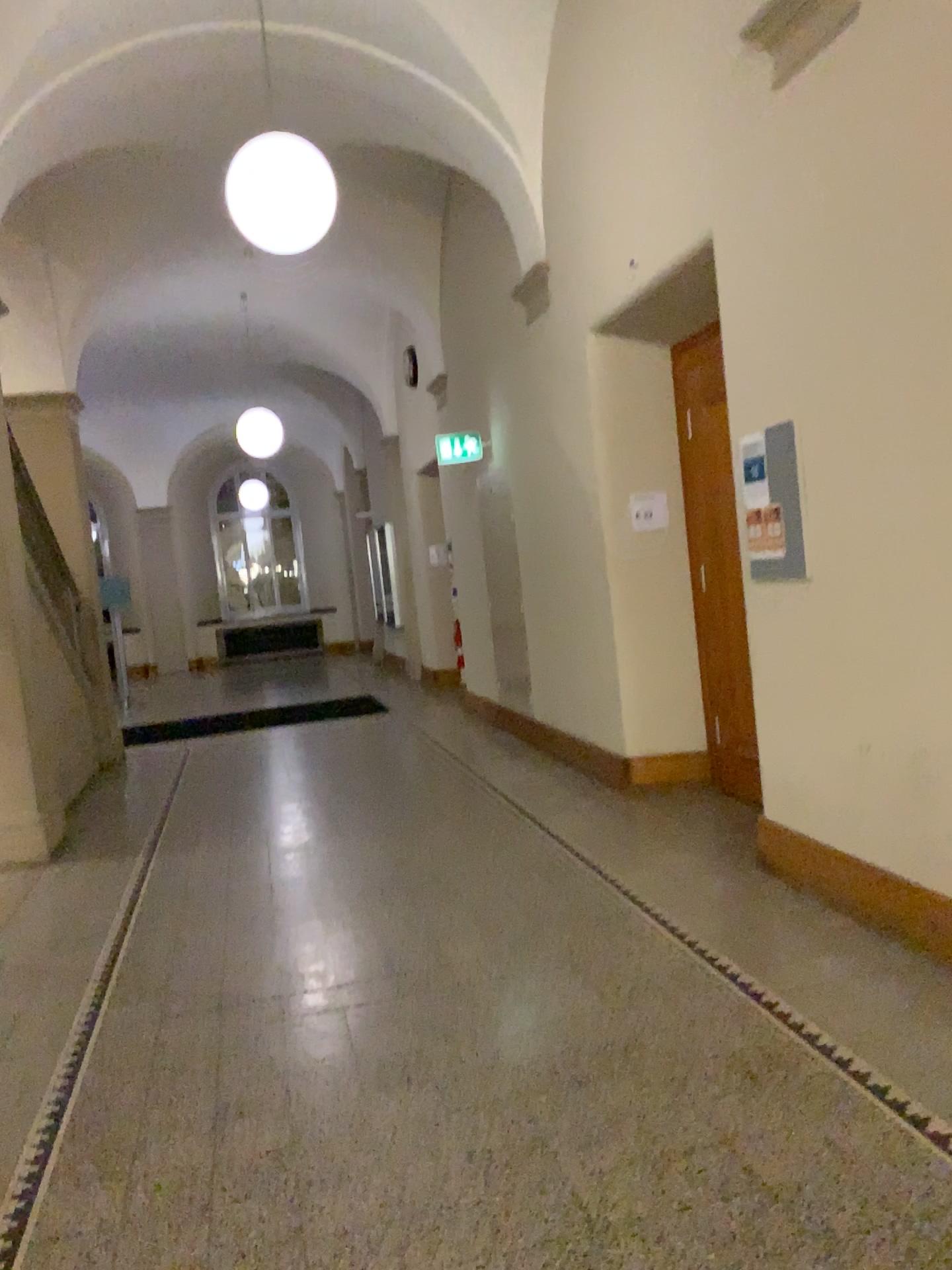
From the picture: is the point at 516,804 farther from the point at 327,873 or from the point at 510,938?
the point at 510,938
